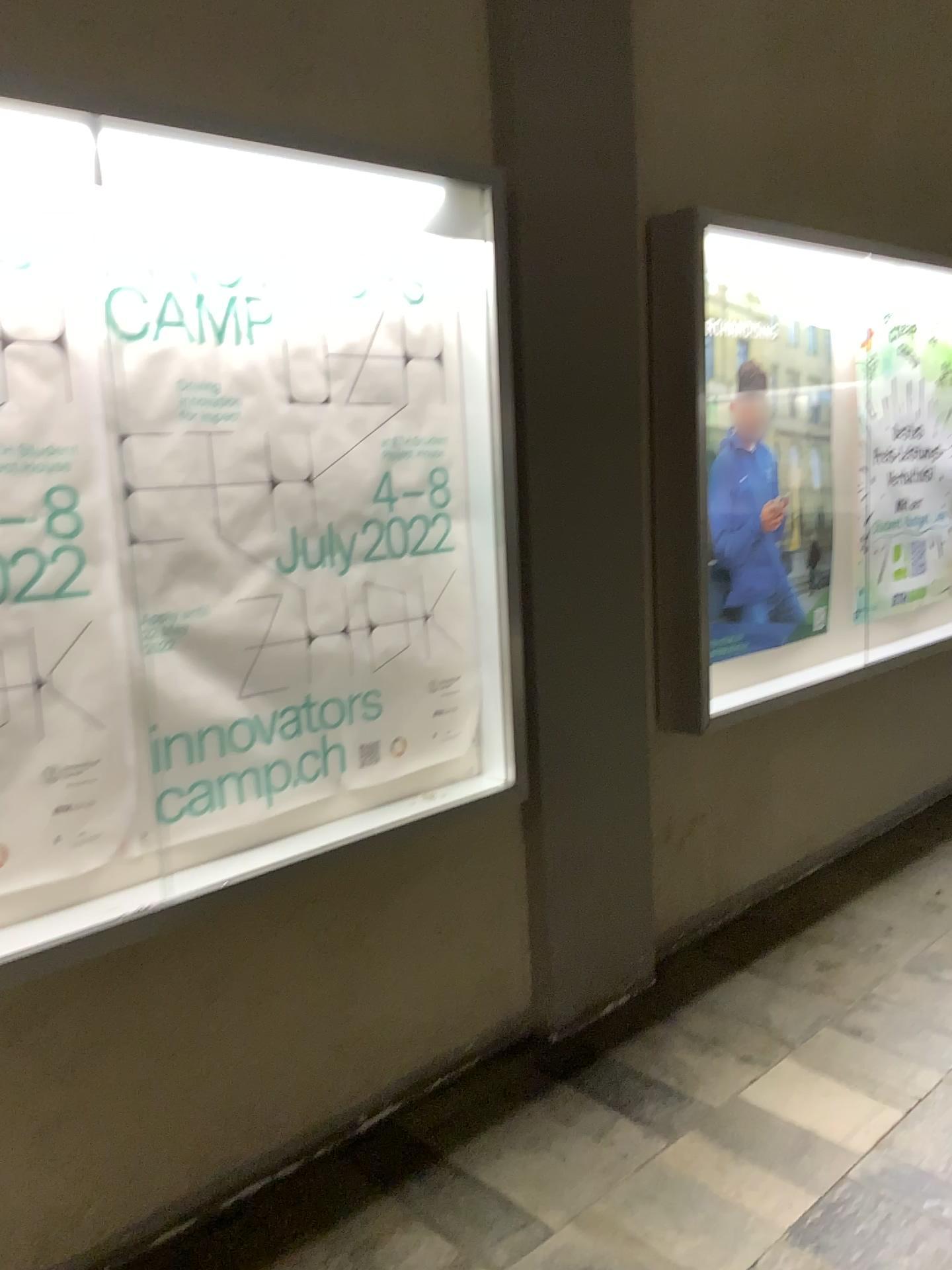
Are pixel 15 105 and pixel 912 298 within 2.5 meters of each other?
no

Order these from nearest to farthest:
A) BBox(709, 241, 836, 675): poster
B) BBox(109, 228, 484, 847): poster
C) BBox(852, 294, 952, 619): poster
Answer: BBox(109, 228, 484, 847): poster → BBox(709, 241, 836, 675): poster → BBox(852, 294, 952, 619): poster

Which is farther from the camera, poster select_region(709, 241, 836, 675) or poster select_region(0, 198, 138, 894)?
poster select_region(709, 241, 836, 675)

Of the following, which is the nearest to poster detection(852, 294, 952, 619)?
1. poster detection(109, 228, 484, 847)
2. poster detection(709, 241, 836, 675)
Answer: poster detection(709, 241, 836, 675)

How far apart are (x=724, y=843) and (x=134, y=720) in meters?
Answer: 2.2 m

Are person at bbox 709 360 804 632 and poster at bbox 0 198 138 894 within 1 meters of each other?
no

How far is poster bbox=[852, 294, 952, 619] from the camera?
3.8 meters

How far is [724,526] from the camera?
3.3 meters

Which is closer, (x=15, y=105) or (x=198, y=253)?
(x=15, y=105)

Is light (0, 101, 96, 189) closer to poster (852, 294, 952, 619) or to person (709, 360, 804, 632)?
person (709, 360, 804, 632)
